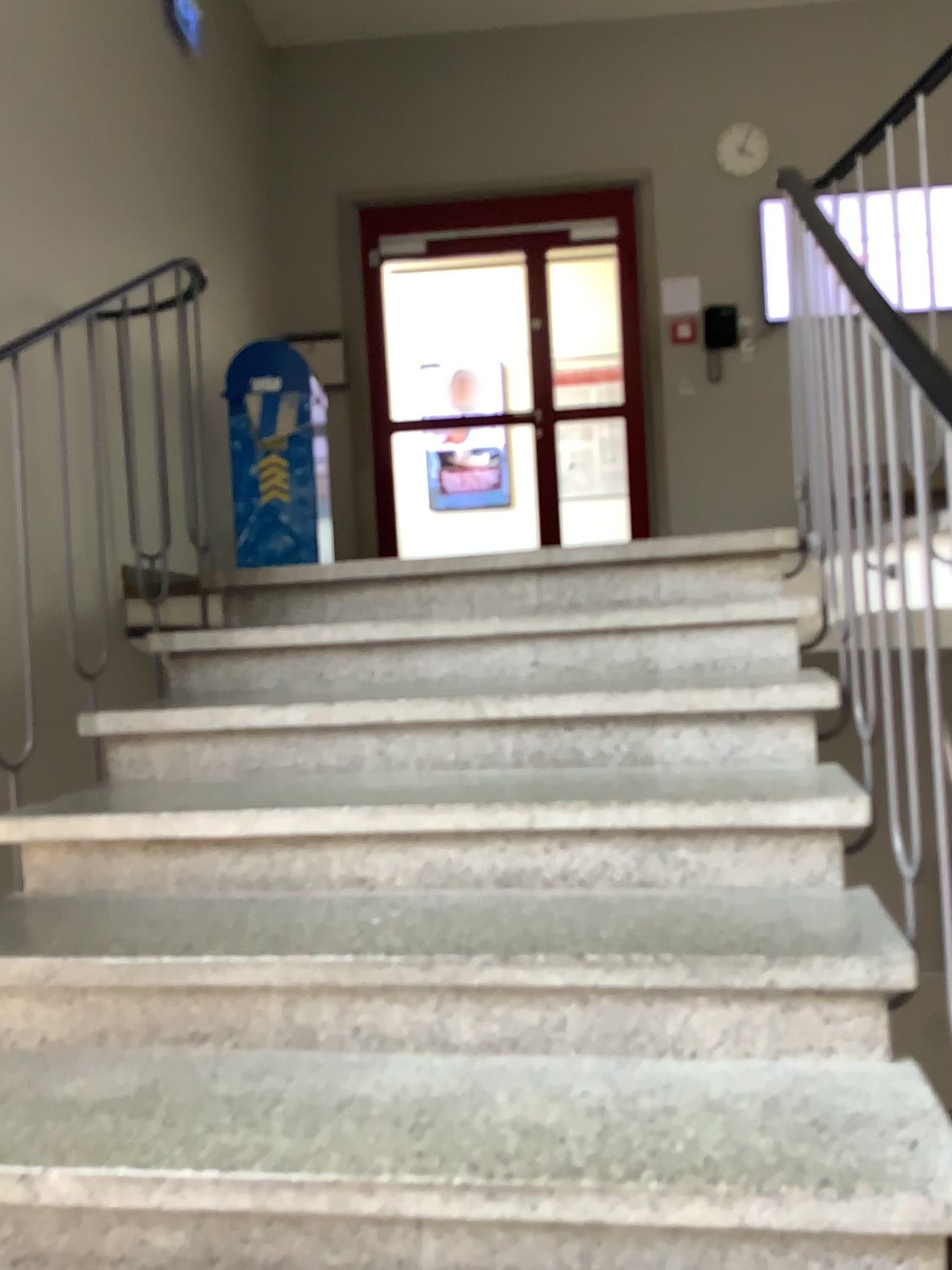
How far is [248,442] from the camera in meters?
4.5

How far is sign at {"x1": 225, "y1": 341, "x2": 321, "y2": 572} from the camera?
4.47m

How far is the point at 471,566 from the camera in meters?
2.7
